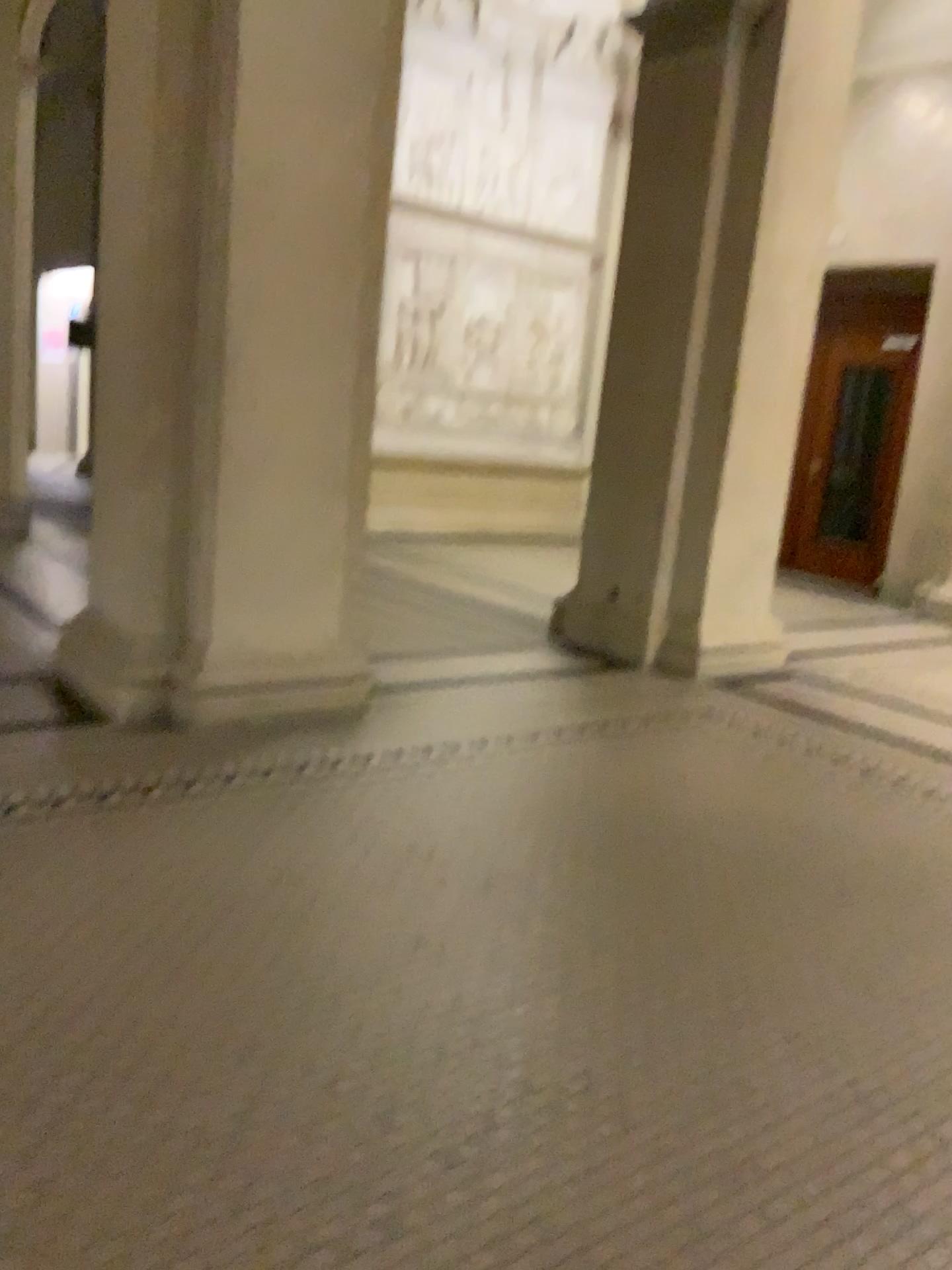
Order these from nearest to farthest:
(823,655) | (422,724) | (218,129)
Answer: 1. (218,129)
2. (422,724)
3. (823,655)

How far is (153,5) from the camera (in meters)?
3.50

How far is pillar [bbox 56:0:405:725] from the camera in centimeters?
350cm
